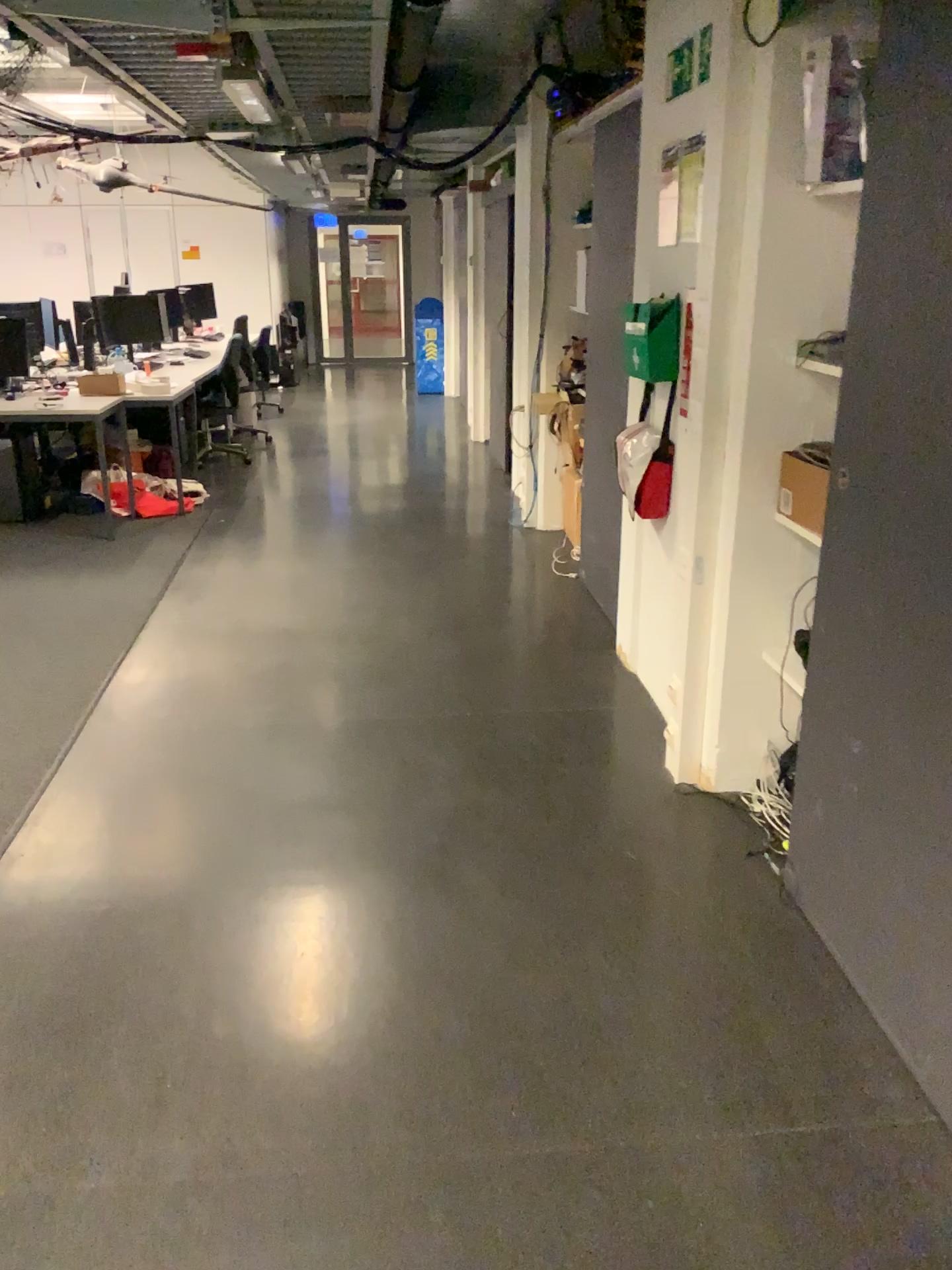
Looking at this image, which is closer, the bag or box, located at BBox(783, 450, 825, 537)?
box, located at BBox(783, 450, 825, 537)

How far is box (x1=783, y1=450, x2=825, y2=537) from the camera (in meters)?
2.64

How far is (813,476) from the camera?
2.6m

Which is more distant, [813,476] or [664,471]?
[664,471]

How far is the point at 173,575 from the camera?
5.2 meters
